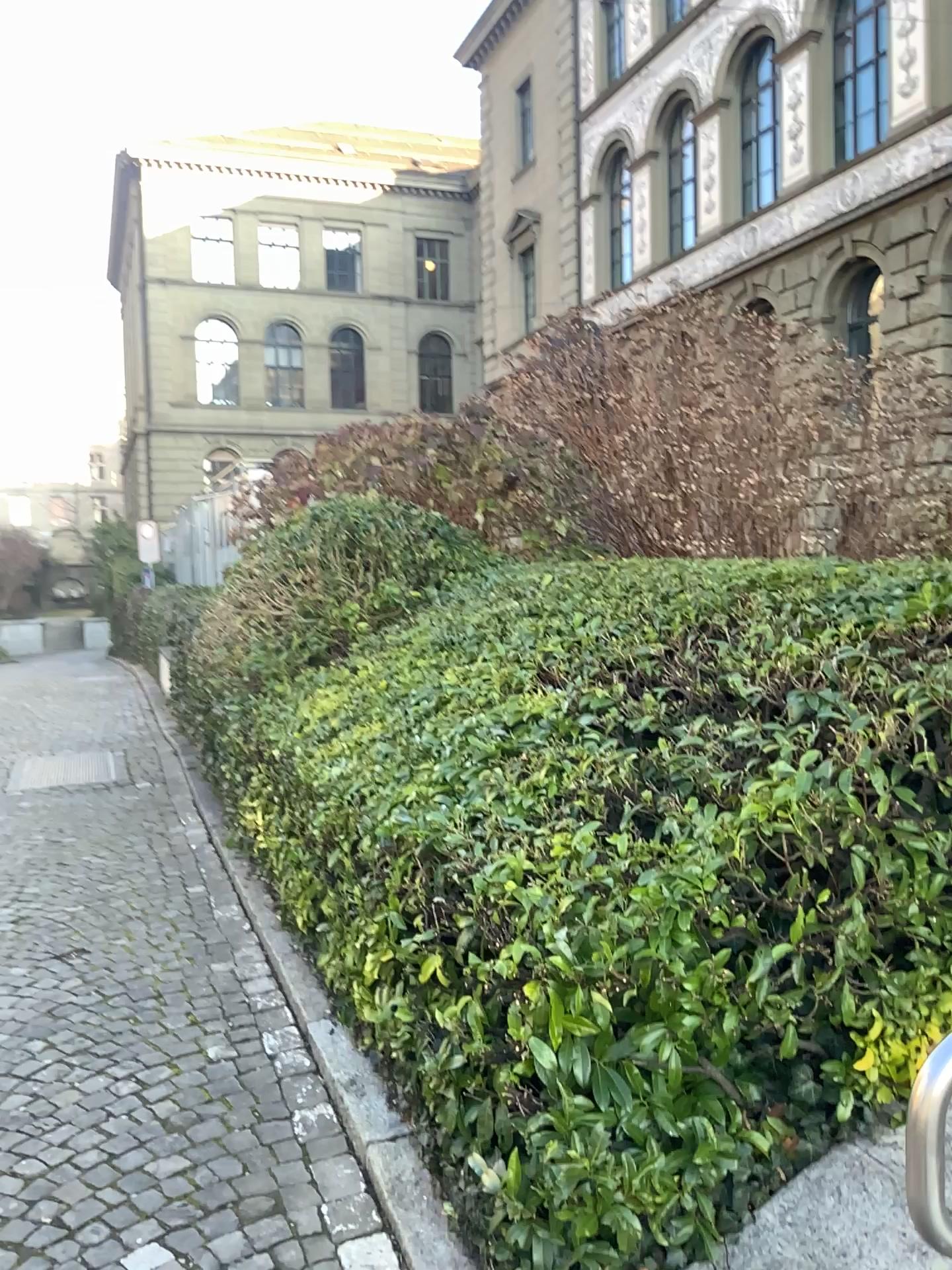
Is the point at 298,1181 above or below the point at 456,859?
below
